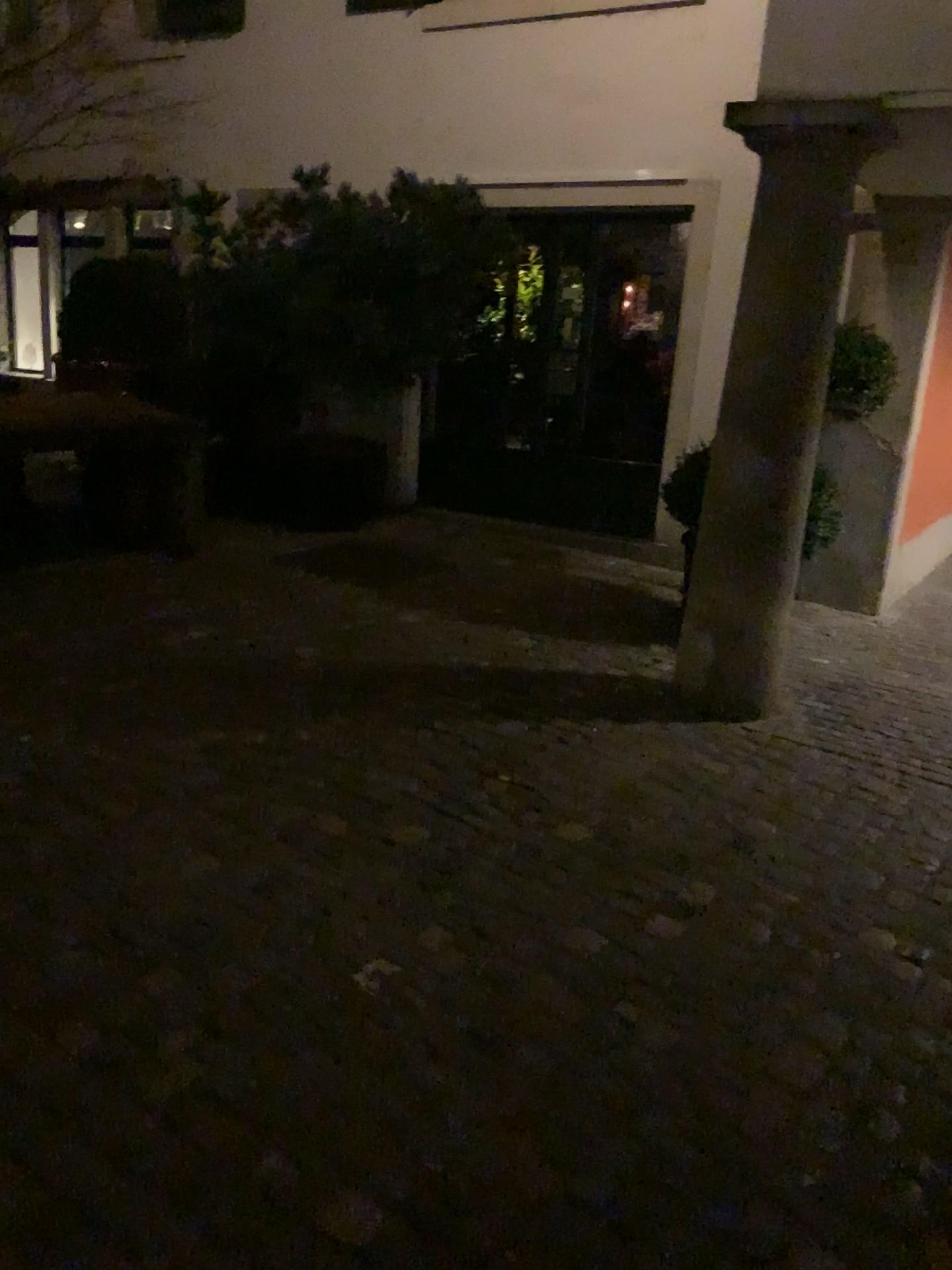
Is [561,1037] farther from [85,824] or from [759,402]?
[759,402]
